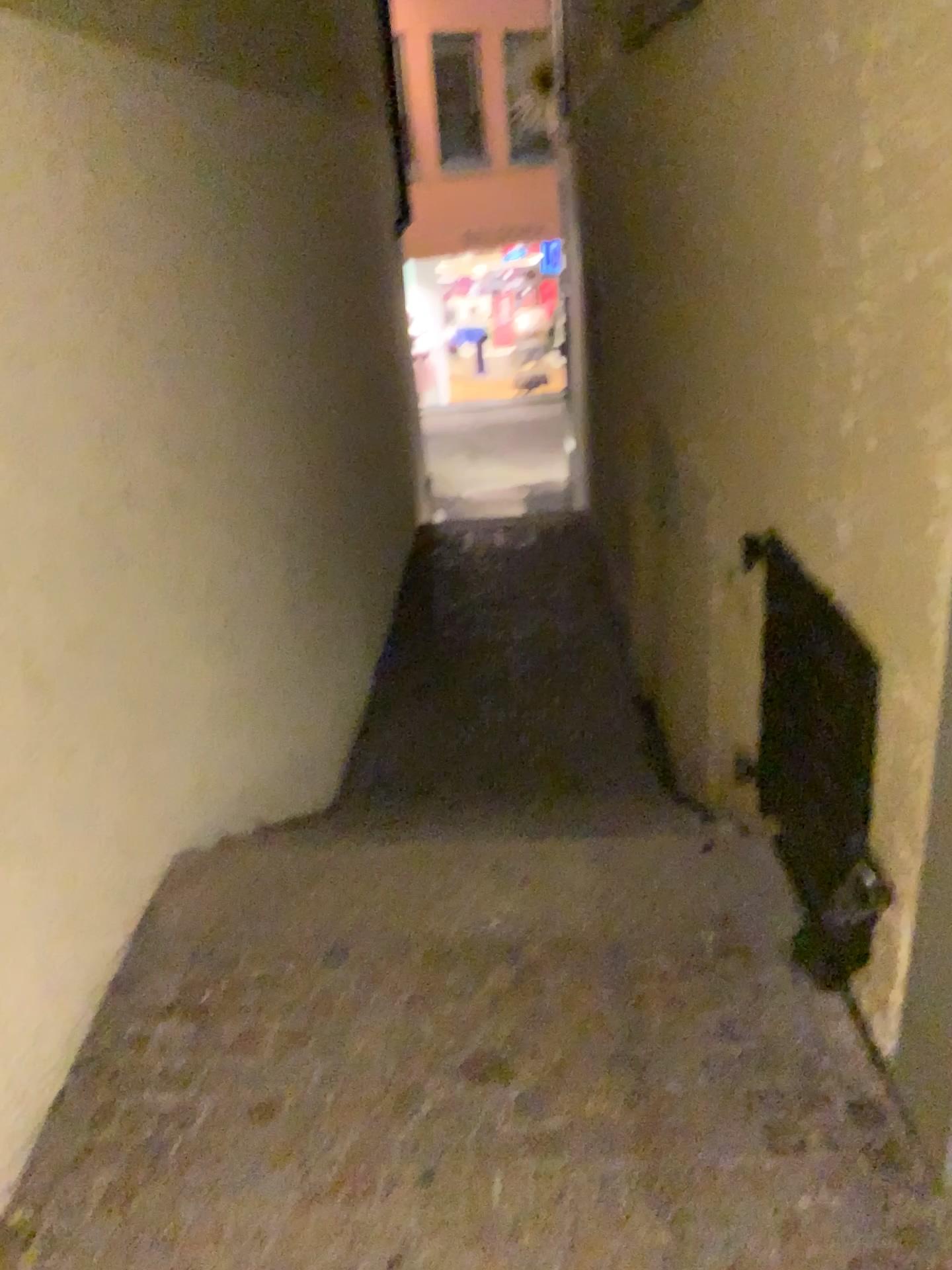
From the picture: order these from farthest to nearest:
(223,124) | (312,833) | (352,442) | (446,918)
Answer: (352,442) → (223,124) → (312,833) → (446,918)
